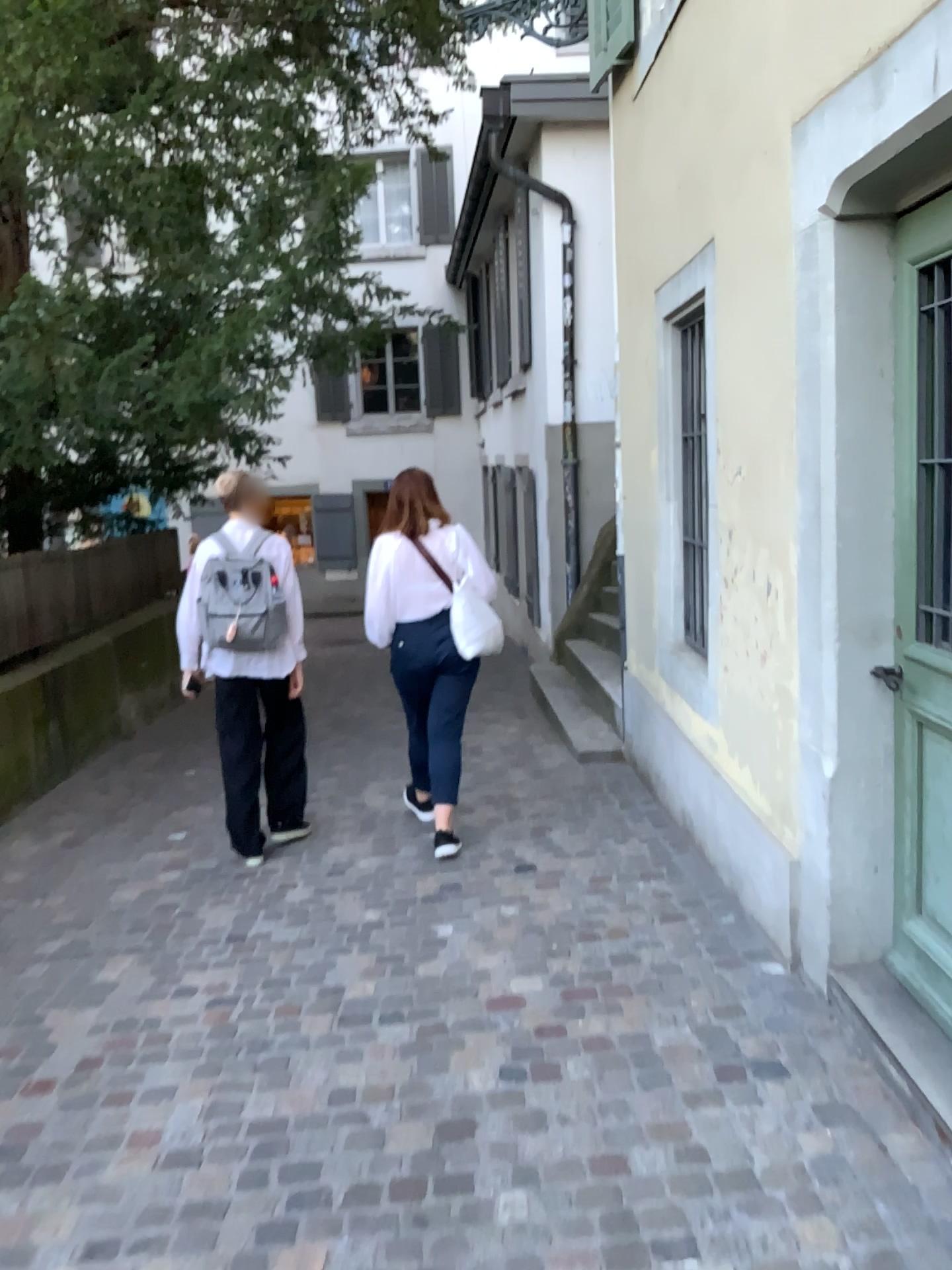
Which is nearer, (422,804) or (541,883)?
(541,883)

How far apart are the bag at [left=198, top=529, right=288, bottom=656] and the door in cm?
265

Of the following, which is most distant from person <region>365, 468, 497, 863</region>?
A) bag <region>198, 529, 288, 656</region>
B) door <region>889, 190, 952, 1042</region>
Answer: door <region>889, 190, 952, 1042</region>

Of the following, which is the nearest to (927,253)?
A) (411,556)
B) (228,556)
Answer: (411,556)

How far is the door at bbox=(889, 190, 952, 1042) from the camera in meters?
2.5

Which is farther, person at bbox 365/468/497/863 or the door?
person at bbox 365/468/497/863

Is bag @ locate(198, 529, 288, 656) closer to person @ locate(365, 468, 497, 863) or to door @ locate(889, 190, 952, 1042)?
person @ locate(365, 468, 497, 863)

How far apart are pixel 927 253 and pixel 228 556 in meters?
3.0 m

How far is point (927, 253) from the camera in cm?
251
